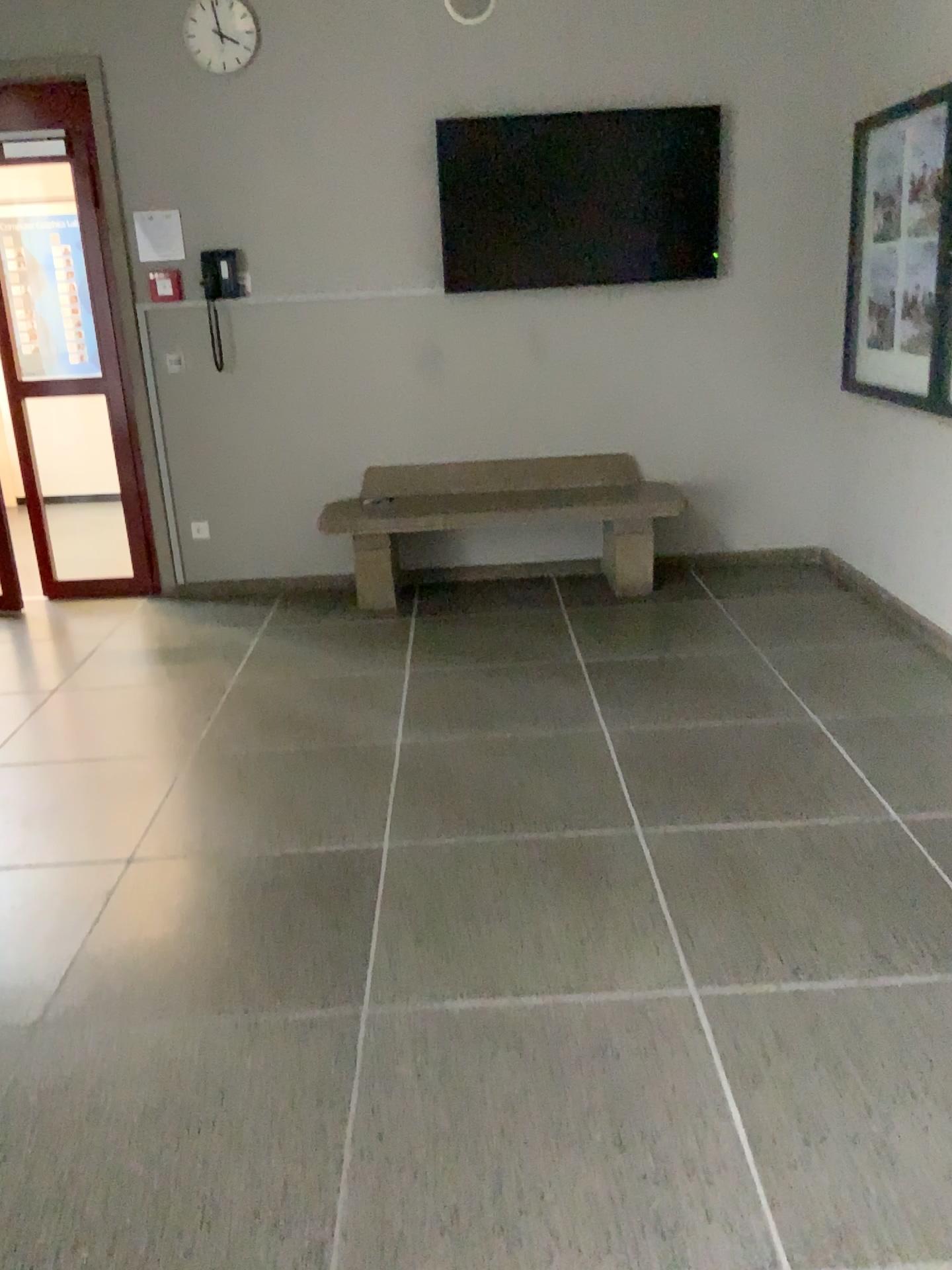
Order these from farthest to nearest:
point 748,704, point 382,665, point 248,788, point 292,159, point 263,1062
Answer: point 292,159 → point 382,665 → point 748,704 → point 248,788 → point 263,1062

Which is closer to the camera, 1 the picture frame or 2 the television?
1 the picture frame

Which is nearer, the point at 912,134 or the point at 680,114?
the point at 912,134

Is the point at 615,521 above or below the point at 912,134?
below

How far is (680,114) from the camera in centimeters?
472cm

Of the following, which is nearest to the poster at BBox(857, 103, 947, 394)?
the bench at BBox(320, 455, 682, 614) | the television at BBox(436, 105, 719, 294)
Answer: the television at BBox(436, 105, 719, 294)

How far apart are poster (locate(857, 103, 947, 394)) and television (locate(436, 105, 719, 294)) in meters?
0.8 m

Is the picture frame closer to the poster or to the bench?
the poster

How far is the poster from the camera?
4.0m

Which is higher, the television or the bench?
the television
